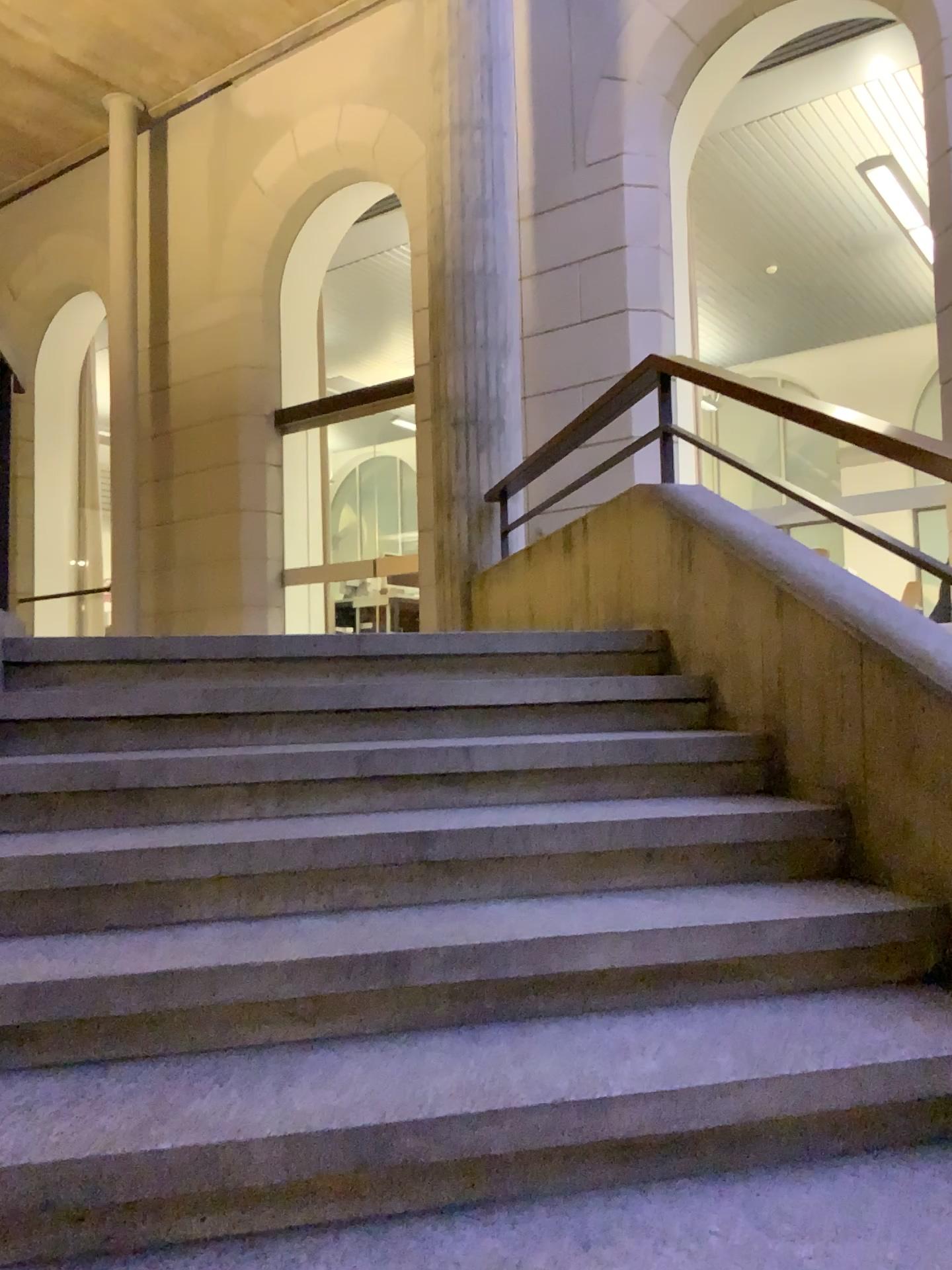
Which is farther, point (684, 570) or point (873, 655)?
point (684, 570)
